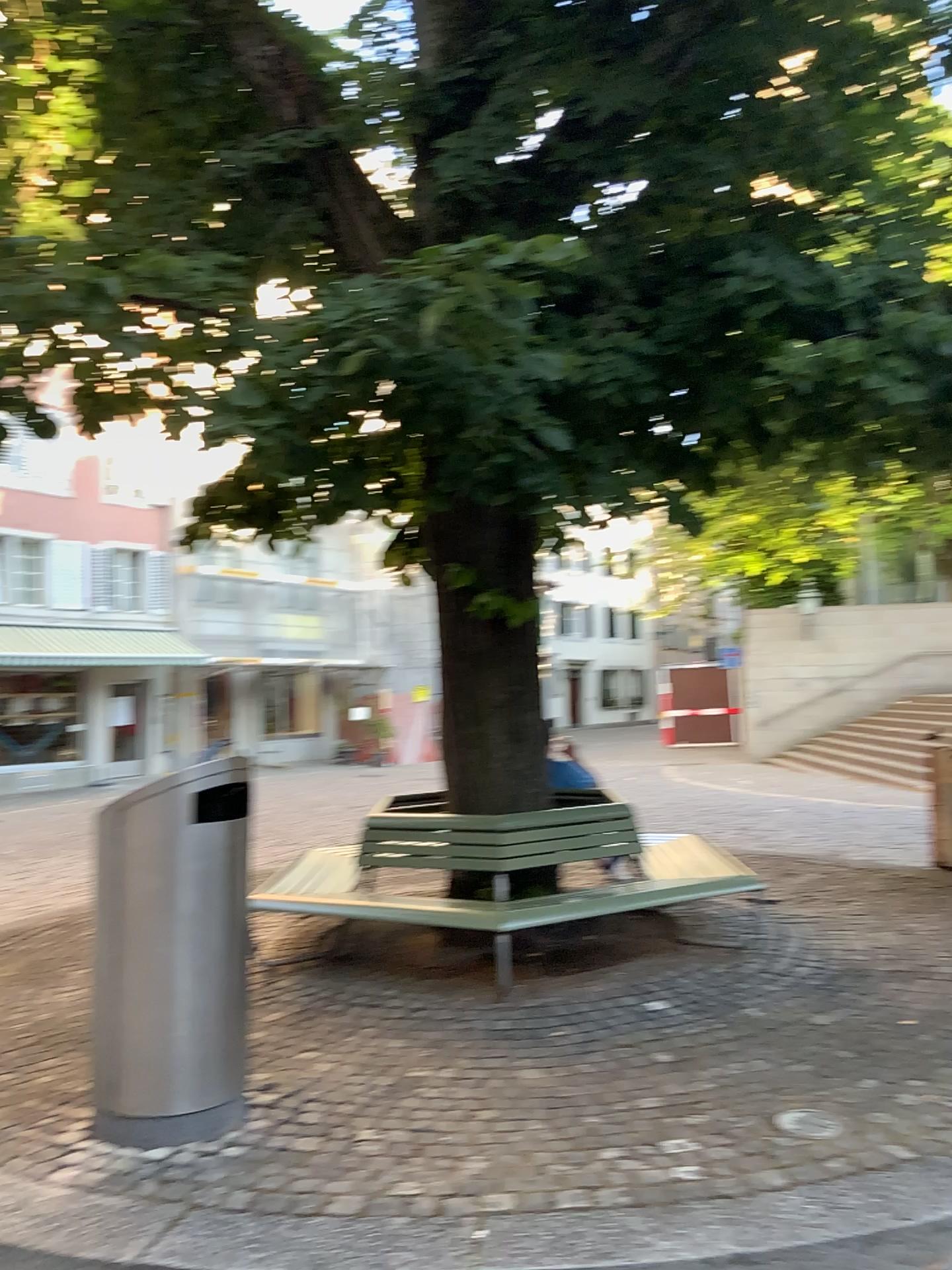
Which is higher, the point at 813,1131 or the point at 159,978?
the point at 159,978

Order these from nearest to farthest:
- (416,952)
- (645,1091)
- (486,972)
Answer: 1. (645,1091)
2. (486,972)
3. (416,952)
